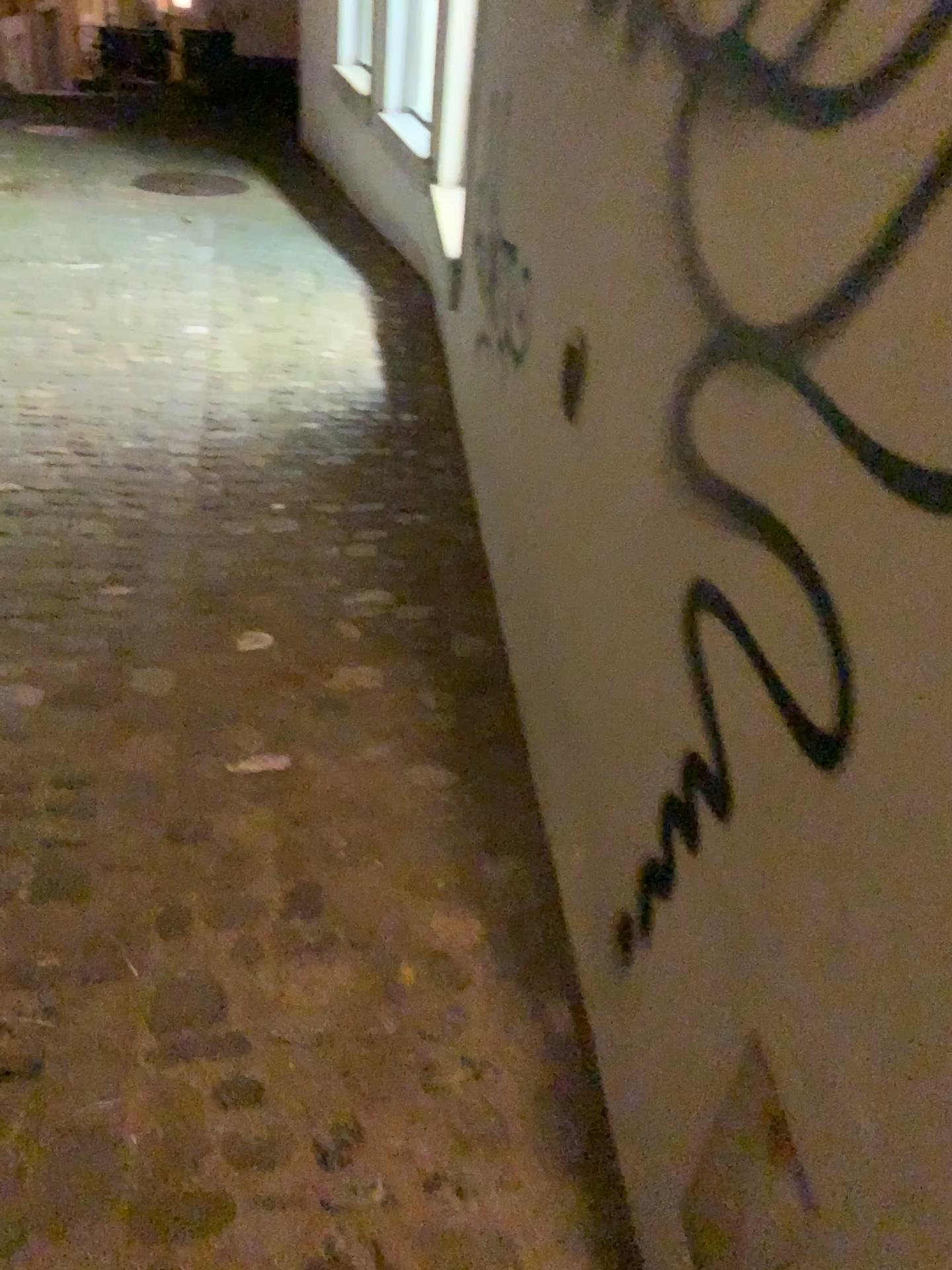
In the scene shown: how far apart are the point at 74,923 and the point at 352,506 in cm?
147

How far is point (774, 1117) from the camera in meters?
0.8

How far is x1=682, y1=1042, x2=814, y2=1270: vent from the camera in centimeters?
80cm
